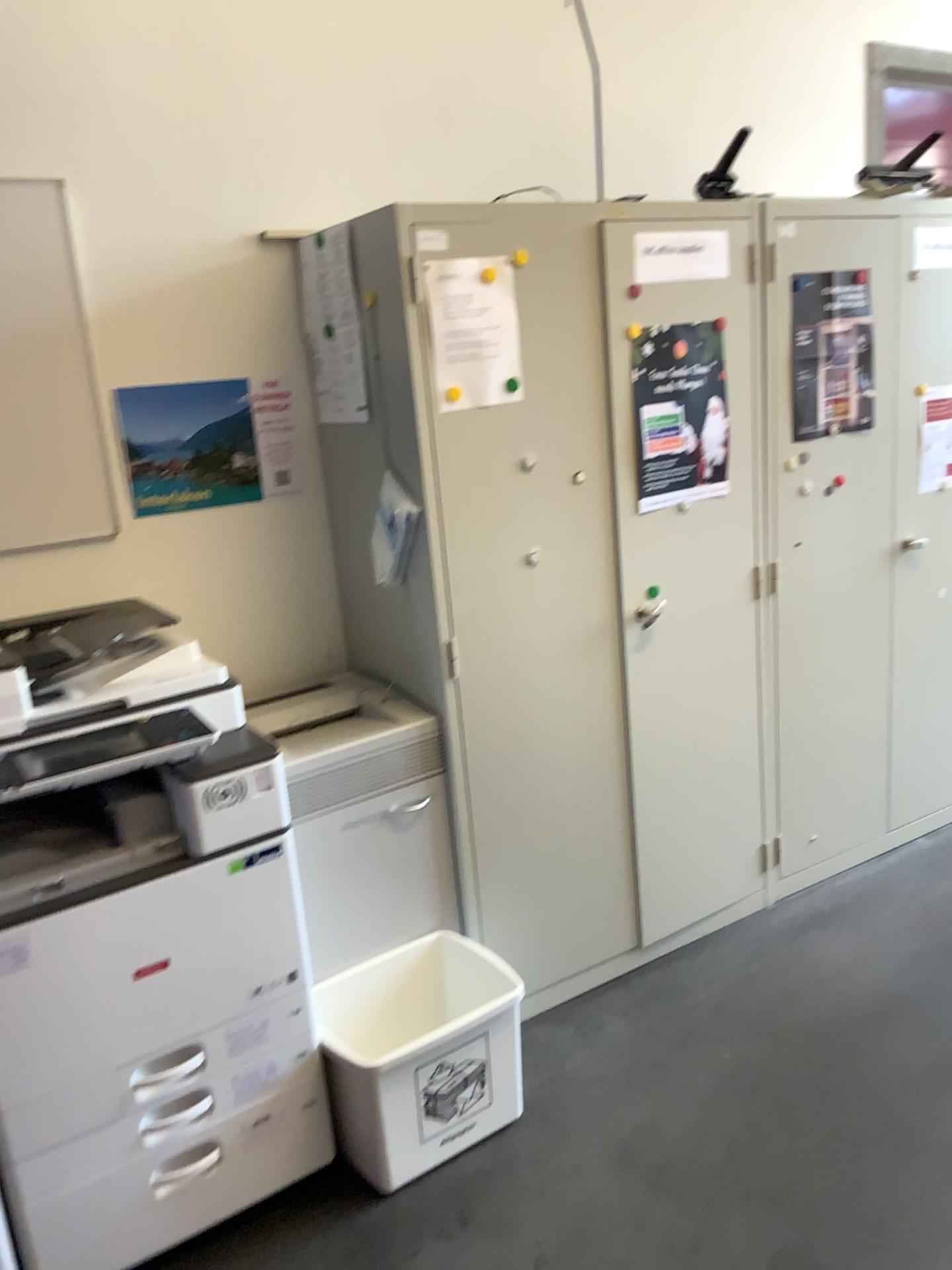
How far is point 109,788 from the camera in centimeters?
189cm

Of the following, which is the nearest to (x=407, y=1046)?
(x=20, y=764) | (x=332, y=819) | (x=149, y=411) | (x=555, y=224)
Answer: (x=332, y=819)

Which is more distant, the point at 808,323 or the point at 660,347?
the point at 808,323

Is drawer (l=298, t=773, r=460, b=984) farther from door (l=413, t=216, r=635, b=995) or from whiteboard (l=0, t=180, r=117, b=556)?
whiteboard (l=0, t=180, r=117, b=556)

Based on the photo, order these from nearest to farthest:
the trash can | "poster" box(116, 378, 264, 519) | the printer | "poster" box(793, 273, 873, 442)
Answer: the printer, the trash can, "poster" box(116, 378, 264, 519), "poster" box(793, 273, 873, 442)

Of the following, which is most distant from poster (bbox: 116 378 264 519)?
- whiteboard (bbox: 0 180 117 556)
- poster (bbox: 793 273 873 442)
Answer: poster (bbox: 793 273 873 442)

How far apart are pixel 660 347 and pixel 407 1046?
1.65m

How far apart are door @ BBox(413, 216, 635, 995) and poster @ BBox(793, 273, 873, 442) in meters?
0.7 m

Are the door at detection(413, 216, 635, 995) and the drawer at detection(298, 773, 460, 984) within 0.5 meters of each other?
yes

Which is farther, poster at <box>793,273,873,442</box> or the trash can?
poster at <box>793,273,873,442</box>
